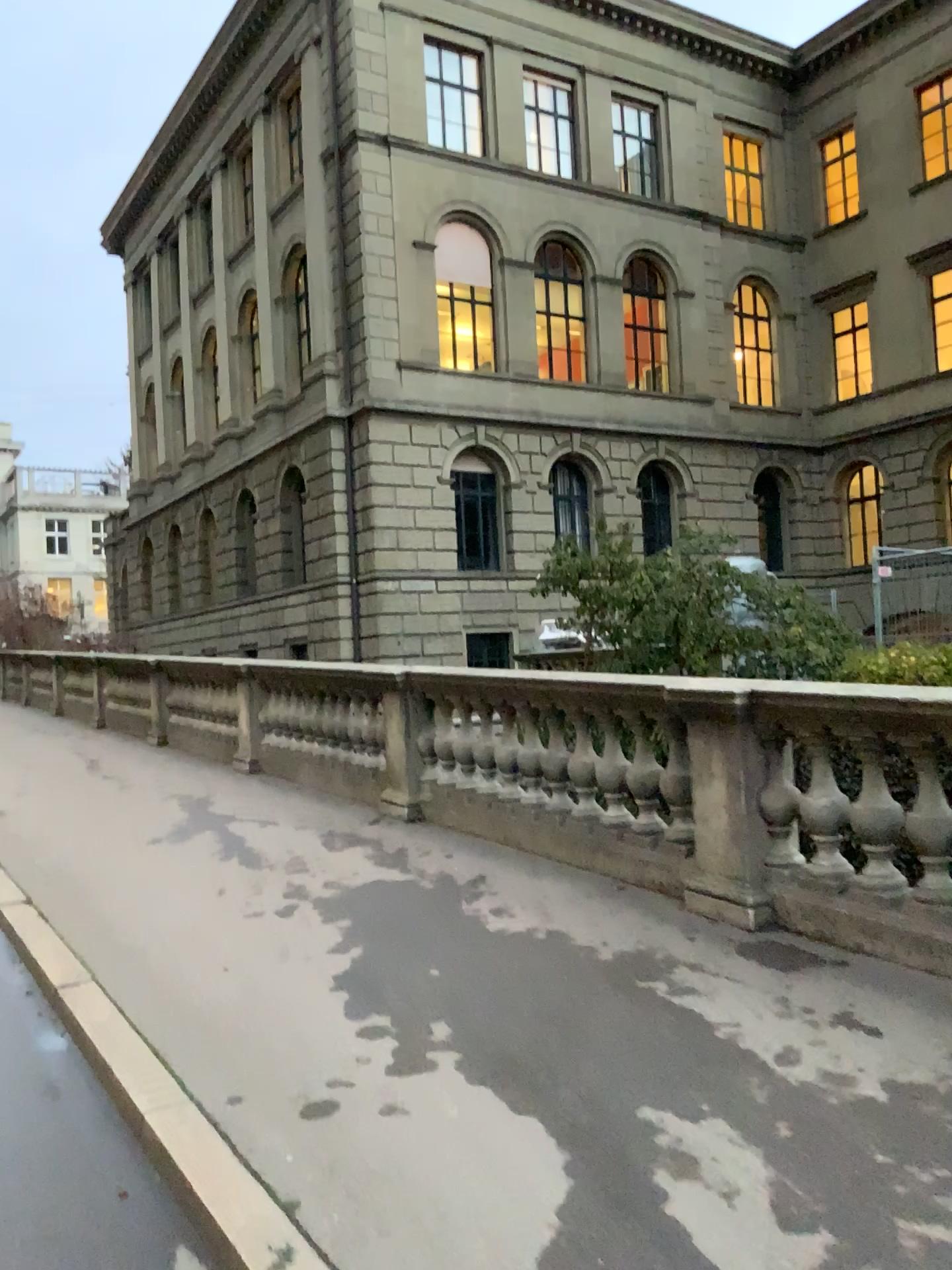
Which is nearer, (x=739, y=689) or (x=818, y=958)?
(x=818, y=958)
